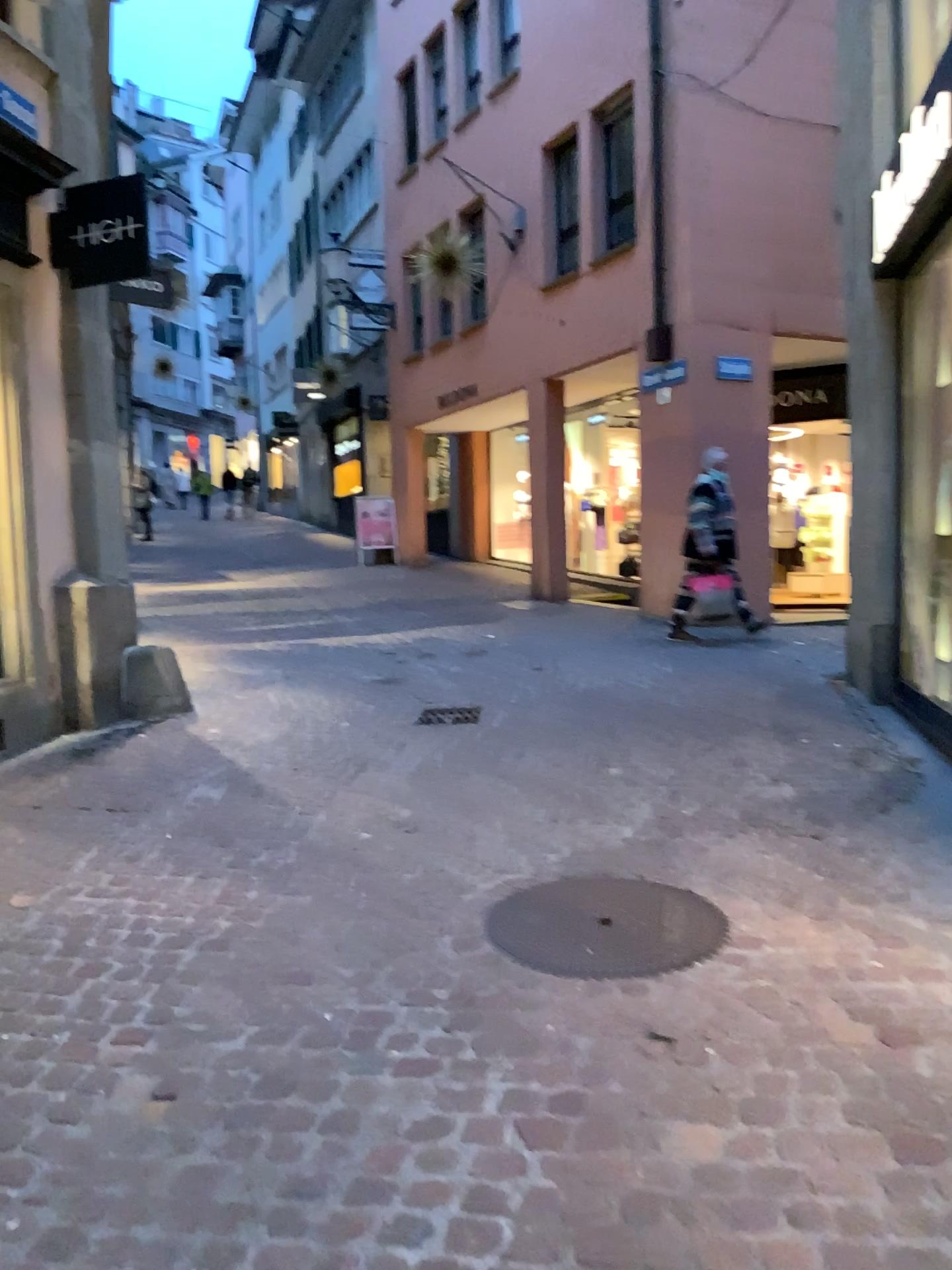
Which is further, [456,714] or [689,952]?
[456,714]

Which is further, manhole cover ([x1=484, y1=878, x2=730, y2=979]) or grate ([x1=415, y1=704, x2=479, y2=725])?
grate ([x1=415, y1=704, x2=479, y2=725])

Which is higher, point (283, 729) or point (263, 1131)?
point (283, 729)

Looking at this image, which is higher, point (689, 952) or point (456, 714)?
point (456, 714)
